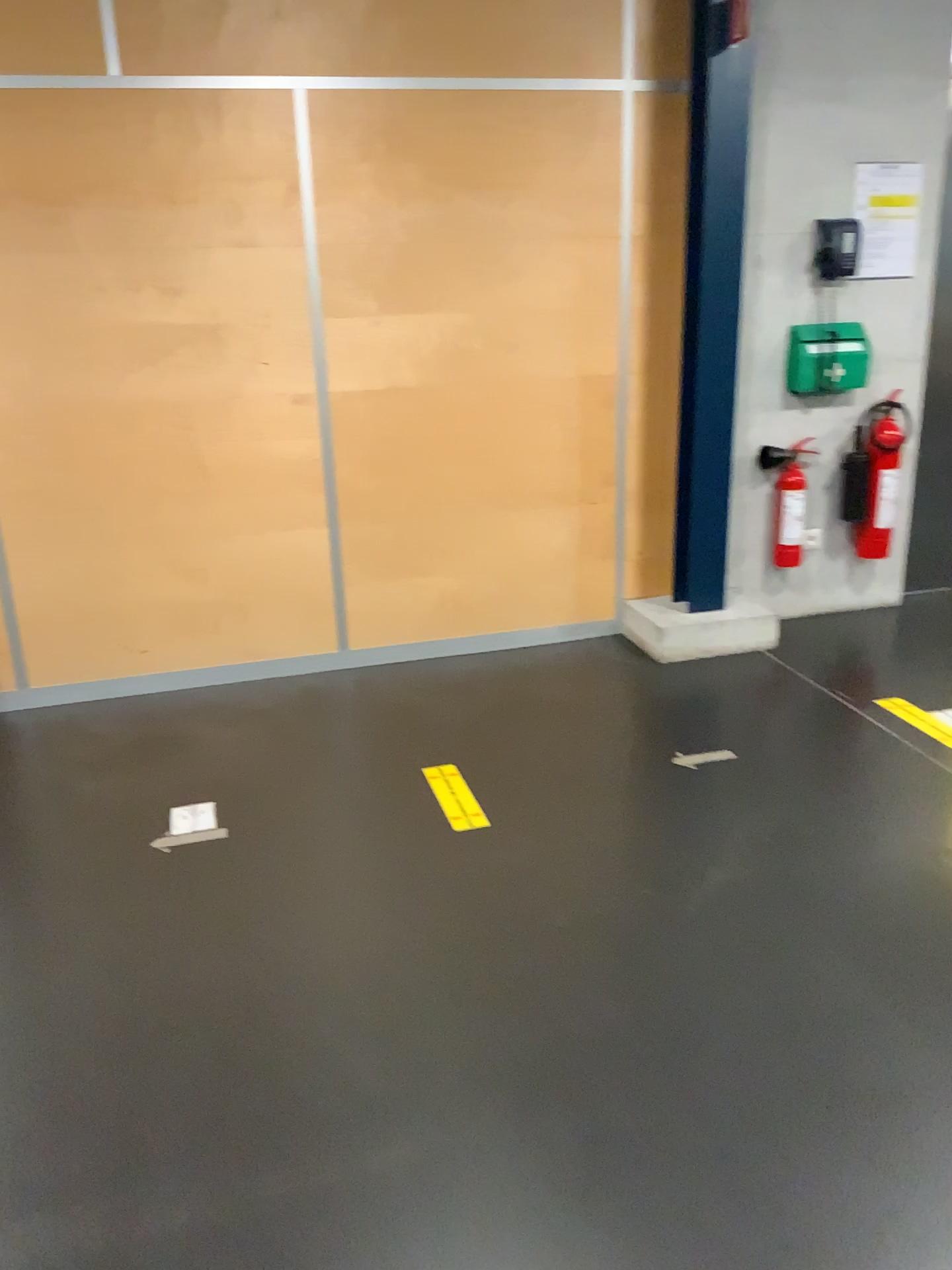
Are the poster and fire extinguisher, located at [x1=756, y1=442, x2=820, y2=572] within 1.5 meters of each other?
yes

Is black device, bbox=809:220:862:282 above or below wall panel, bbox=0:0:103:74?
below

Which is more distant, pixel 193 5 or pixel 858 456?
pixel 858 456

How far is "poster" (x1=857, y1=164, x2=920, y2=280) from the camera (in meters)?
3.99

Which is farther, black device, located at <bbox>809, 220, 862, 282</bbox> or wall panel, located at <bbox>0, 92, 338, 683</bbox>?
black device, located at <bbox>809, 220, 862, 282</bbox>

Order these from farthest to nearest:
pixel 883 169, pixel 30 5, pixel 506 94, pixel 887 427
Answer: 1. pixel 887 427
2. pixel 883 169
3. pixel 506 94
4. pixel 30 5

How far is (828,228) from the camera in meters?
4.0

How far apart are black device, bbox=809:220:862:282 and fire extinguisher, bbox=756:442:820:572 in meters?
0.7 m

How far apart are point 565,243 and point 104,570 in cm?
204

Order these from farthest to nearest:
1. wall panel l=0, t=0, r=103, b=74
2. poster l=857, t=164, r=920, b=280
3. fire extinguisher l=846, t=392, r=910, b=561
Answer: fire extinguisher l=846, t=392, r=910, b=561 → poster l=857, t=164, r=920, b=280 → wall panel l=0, t=0, r=103, b=74
